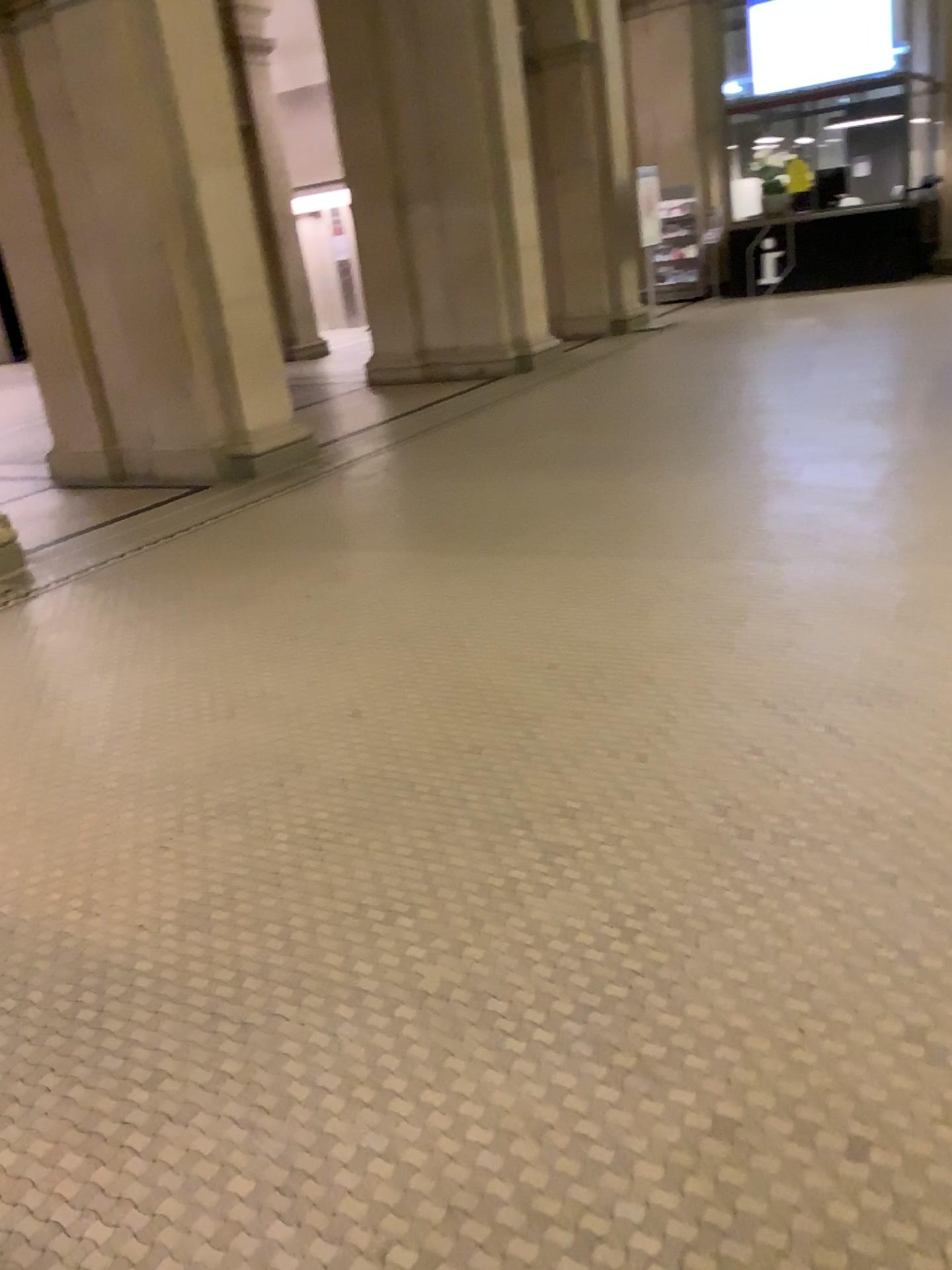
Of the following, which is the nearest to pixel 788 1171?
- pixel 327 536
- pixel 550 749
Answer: pixel 550 749
